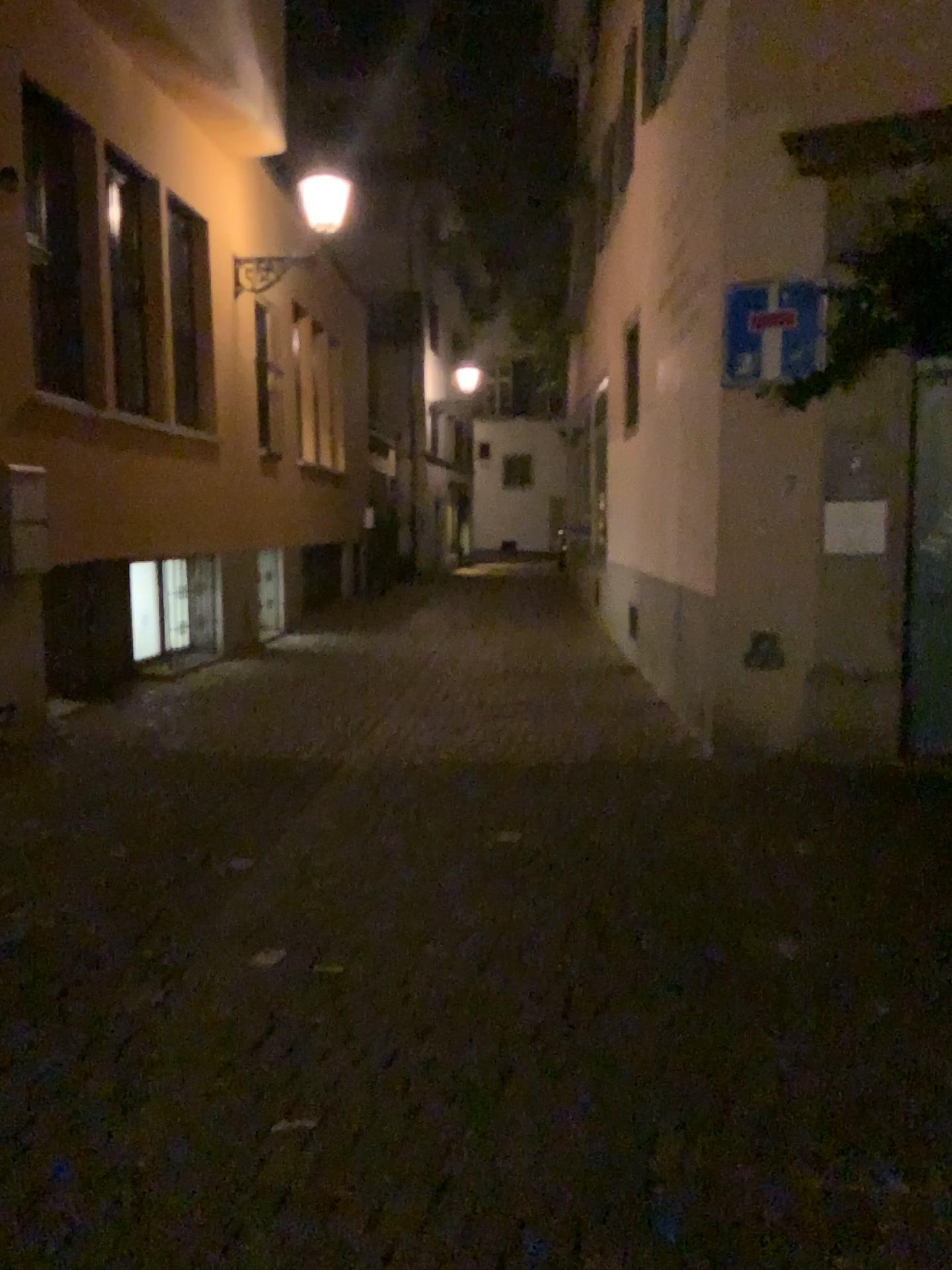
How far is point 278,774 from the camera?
5.6 meters
